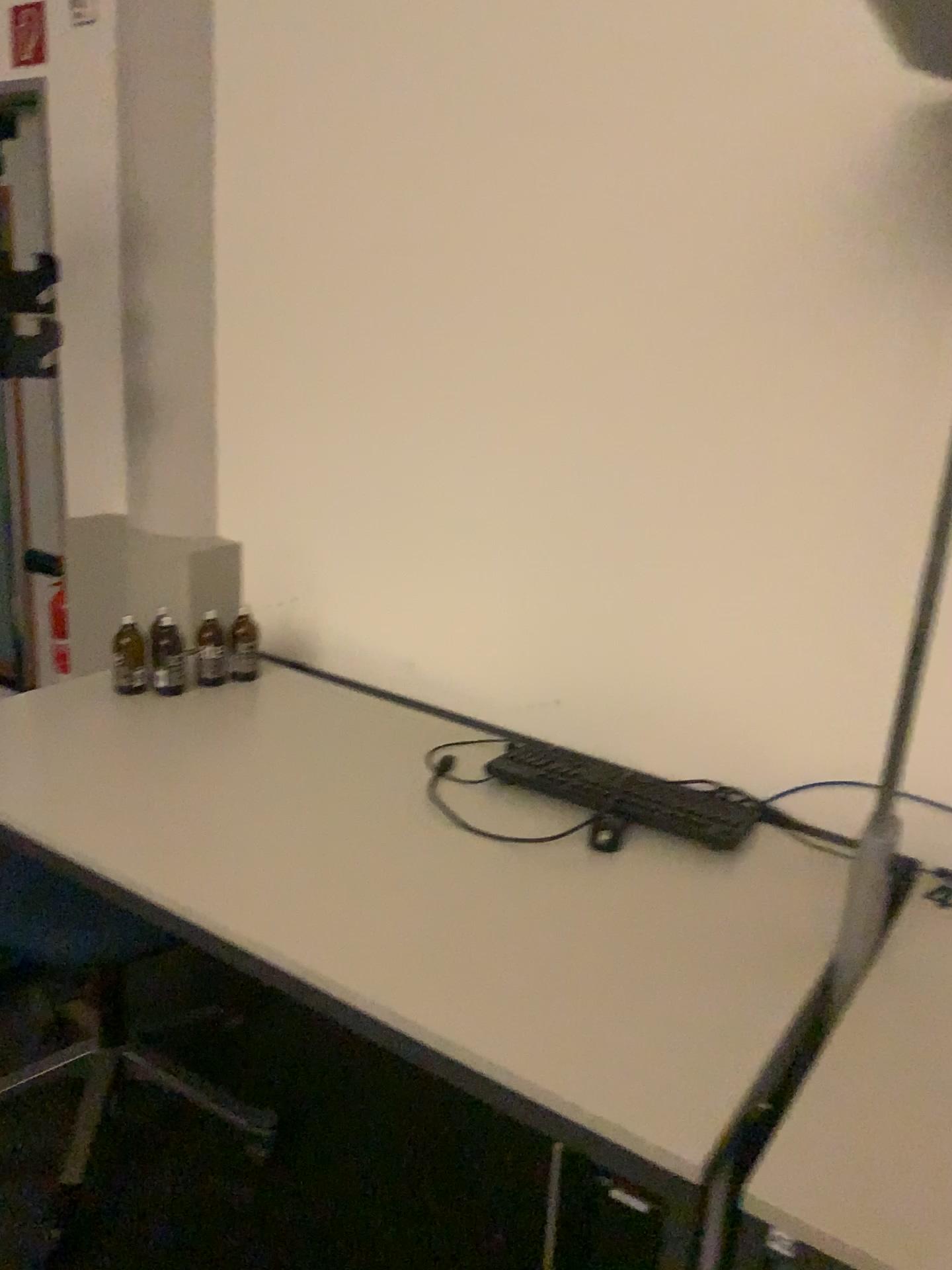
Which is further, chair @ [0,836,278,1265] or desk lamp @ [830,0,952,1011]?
chair @ [0,836,278,1265]

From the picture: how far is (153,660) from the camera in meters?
2.2

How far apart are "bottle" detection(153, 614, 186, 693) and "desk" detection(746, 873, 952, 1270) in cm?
144

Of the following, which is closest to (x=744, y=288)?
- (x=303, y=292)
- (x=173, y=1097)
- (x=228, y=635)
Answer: (x=303, y=292)

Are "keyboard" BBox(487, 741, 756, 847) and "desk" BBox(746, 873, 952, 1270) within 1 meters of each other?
yes

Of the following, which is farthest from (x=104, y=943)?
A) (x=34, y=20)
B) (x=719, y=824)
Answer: (x=34, y=20)

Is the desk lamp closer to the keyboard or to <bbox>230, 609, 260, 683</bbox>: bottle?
the keyboard

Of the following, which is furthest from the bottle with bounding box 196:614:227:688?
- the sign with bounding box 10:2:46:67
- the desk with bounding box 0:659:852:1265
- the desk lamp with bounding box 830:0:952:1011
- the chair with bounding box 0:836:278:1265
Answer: the sign with bounding box 10:2:46:67

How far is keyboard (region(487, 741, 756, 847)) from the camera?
1.8m

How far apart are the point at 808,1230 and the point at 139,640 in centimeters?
166cm
